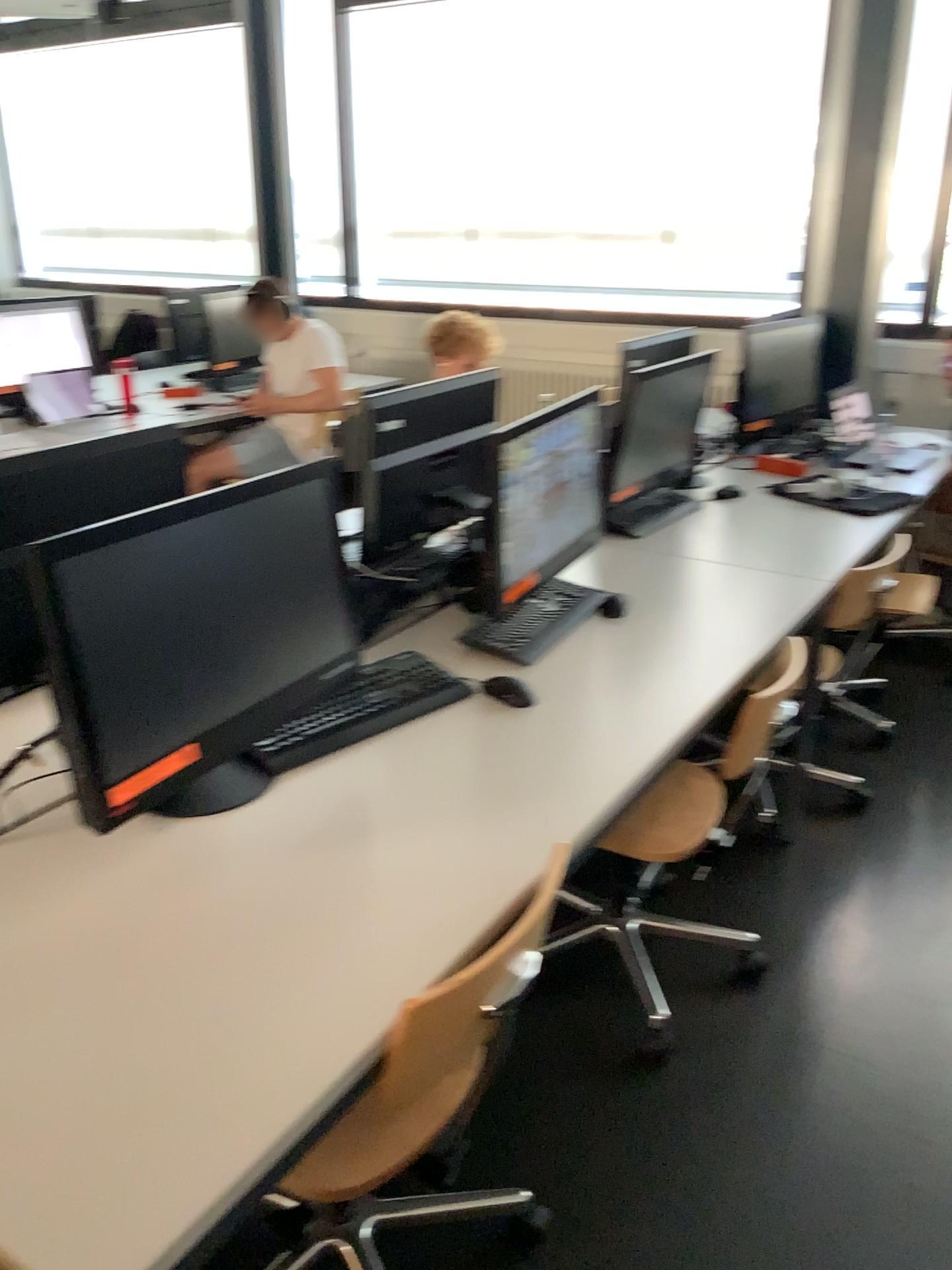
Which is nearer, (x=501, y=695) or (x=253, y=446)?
(x=501, y=695)

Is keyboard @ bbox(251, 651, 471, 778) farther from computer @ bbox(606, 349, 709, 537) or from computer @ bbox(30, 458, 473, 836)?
computer @ bbox(606, 349, 709, 537)

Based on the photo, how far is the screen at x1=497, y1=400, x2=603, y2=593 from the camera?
2.04m

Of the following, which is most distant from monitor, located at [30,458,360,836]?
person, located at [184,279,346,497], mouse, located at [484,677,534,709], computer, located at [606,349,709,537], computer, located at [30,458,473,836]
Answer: person, located at [184,279,346,497]

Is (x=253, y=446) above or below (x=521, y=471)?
below

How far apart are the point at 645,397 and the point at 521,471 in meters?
0.9

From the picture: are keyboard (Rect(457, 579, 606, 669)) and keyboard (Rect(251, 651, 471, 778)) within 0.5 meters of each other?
yes

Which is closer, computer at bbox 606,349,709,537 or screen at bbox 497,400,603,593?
screen at bbox 497,400,603,593

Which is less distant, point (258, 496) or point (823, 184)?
point (258, 496)

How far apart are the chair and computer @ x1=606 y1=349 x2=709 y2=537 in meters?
1.5 m
